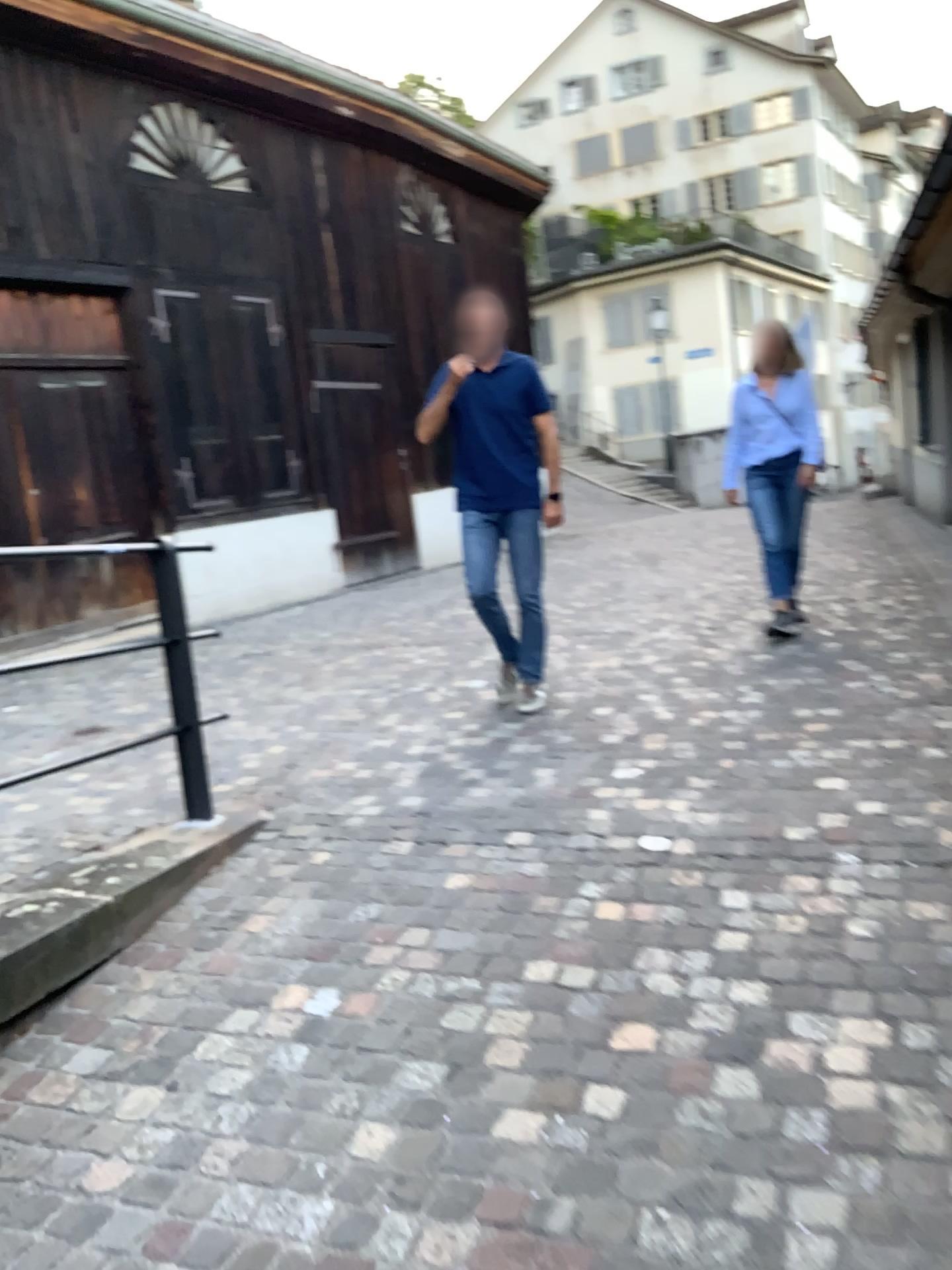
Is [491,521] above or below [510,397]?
below

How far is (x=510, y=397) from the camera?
4.63m

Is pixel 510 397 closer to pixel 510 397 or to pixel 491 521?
pixel 510 397

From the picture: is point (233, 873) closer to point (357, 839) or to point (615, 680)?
point (357, 839)

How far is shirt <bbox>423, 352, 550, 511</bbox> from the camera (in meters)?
4.63
